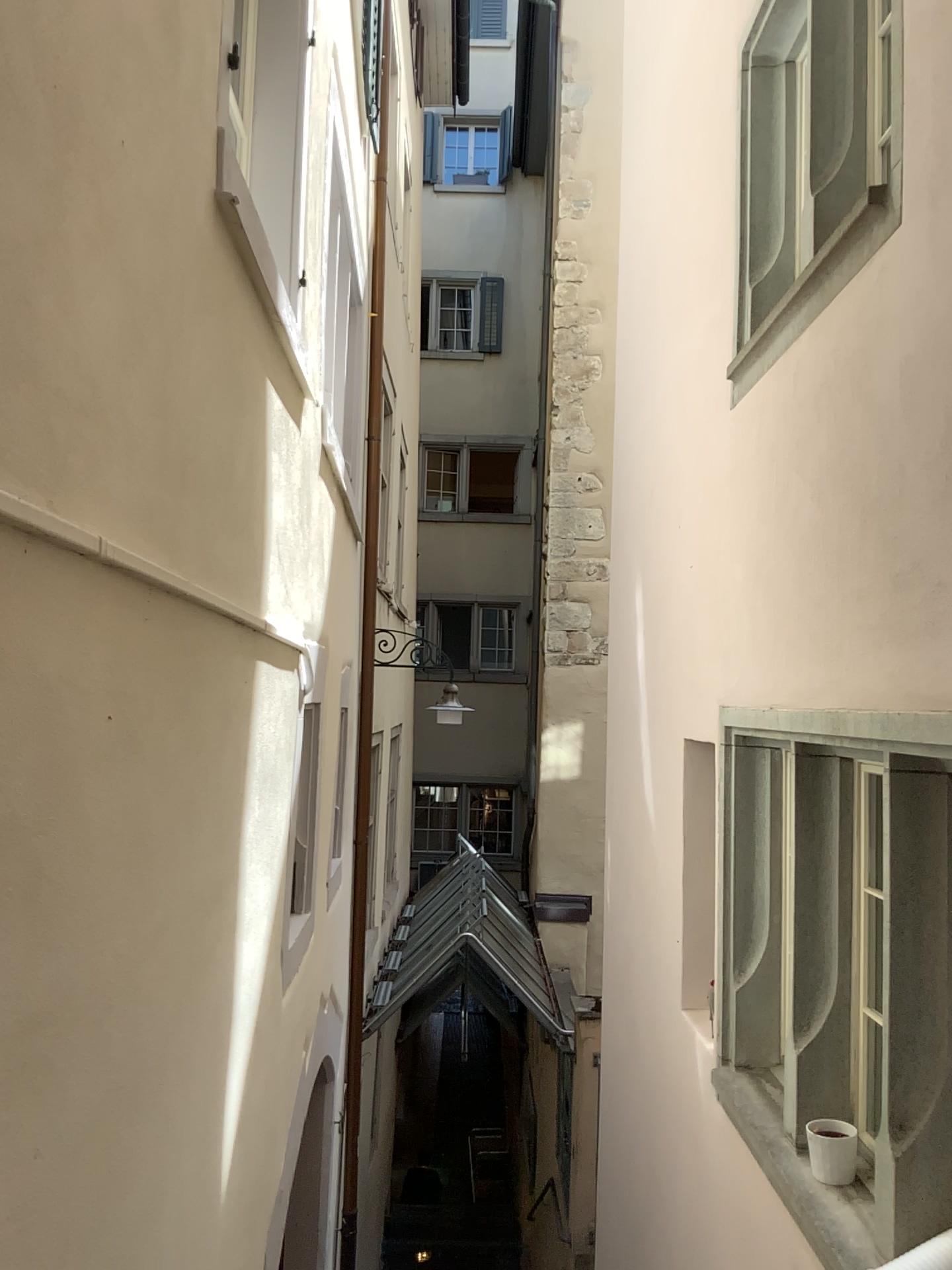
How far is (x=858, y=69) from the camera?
3.1 meters

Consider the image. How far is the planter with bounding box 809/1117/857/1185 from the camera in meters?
2.9 m

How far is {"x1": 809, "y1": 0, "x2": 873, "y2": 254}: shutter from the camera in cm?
306

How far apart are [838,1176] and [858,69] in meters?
3.1

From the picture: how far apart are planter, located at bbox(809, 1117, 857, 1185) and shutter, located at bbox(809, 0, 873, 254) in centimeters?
258cm

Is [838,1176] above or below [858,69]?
below

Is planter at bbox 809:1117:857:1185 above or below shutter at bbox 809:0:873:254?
below

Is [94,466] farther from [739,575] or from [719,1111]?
[719,1111]
